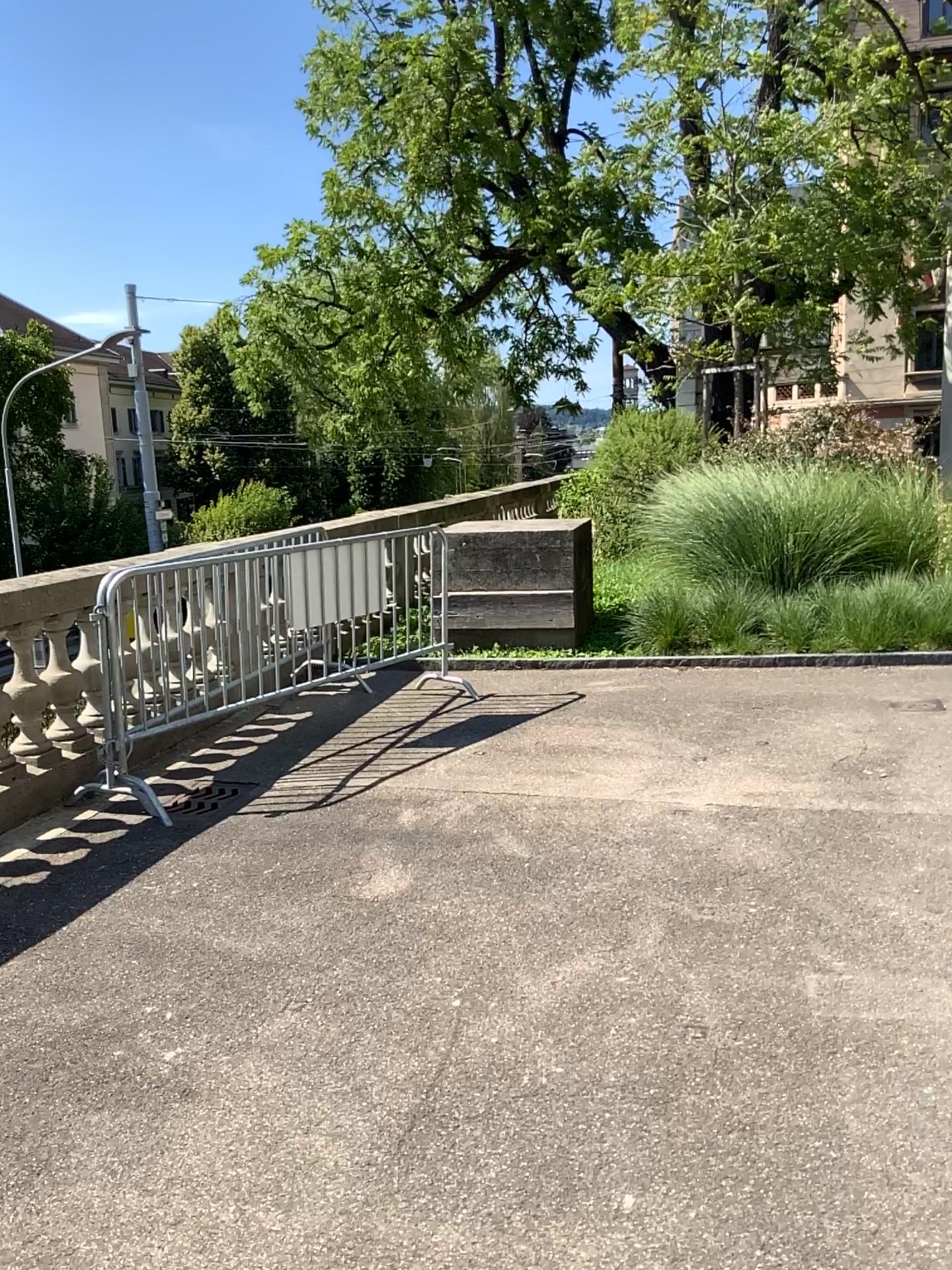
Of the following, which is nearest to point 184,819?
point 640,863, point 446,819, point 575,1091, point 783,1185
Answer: point 446,819
